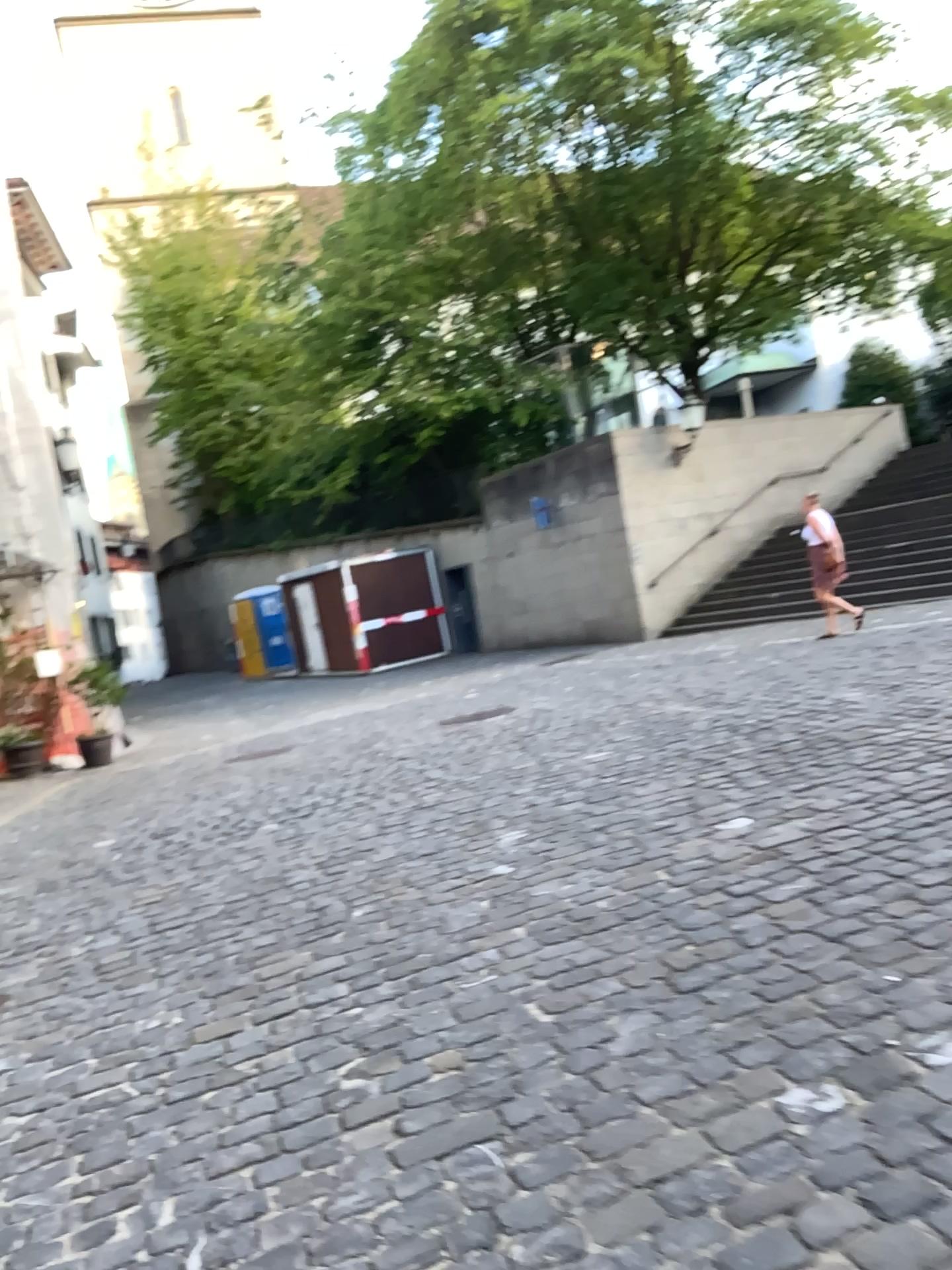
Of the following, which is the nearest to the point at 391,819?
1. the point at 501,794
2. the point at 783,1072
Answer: the point at 501,794
